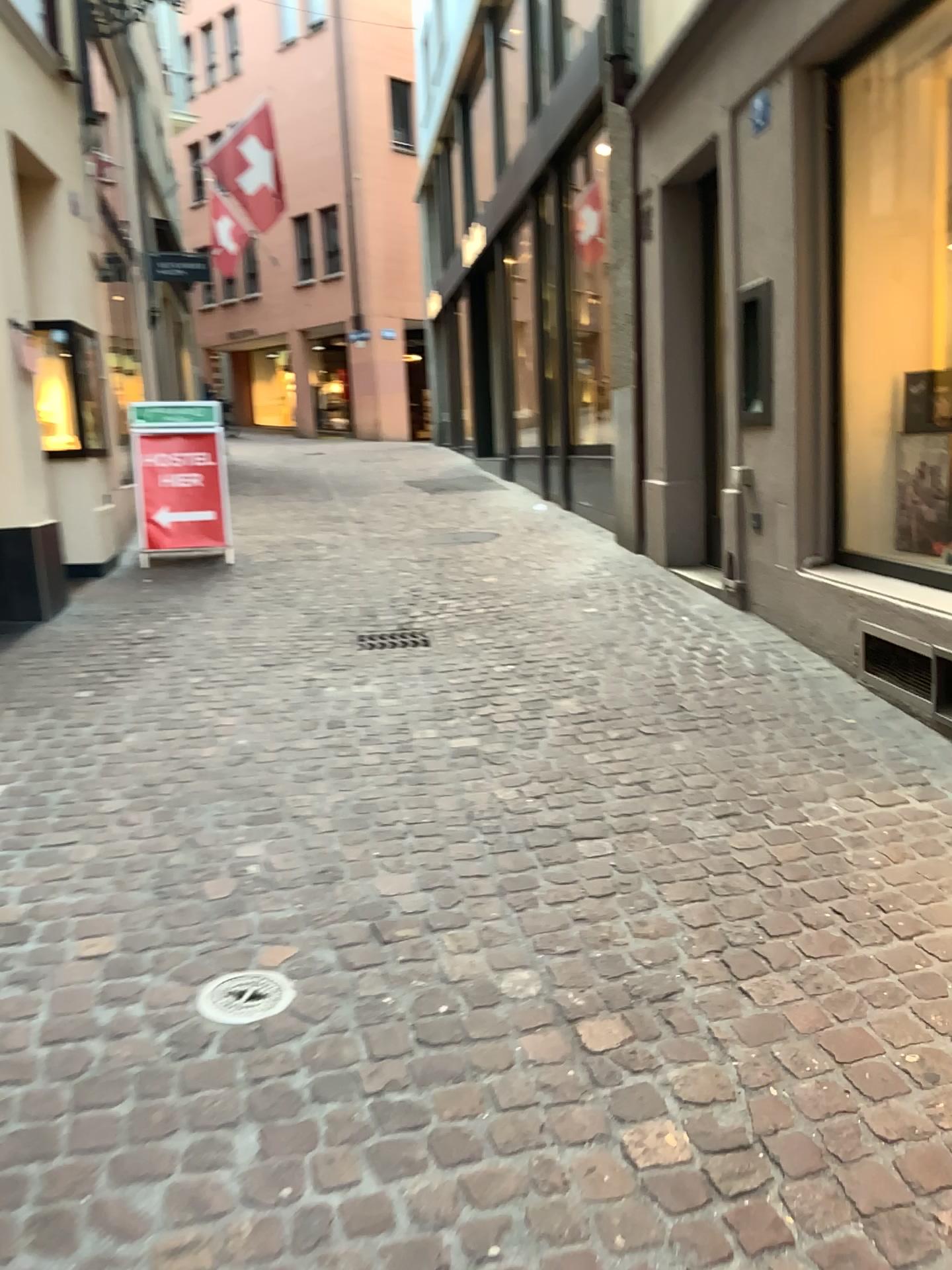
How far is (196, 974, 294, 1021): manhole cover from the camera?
2.2 meters

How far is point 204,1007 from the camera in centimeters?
224cm

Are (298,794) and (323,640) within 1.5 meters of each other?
no
